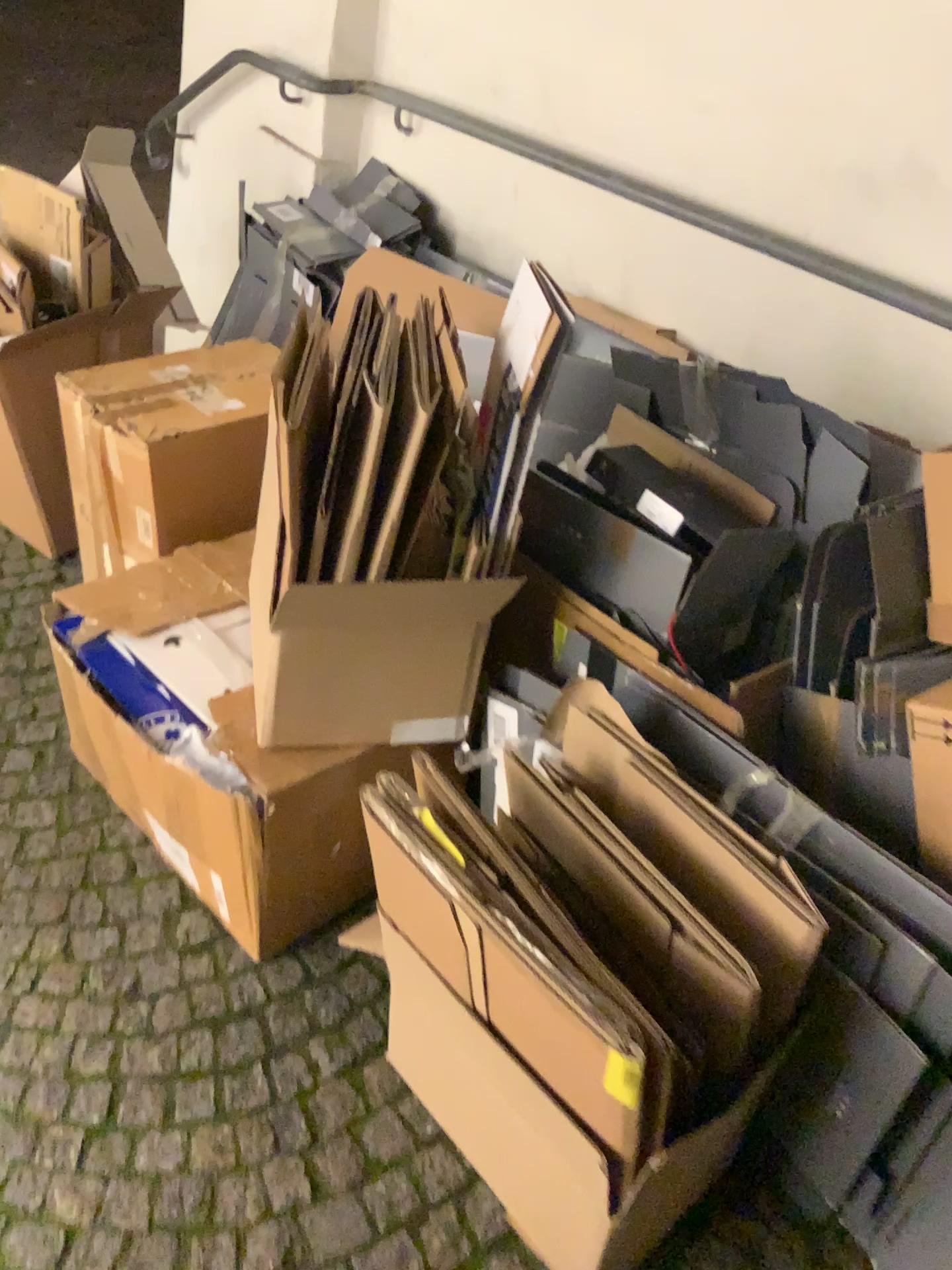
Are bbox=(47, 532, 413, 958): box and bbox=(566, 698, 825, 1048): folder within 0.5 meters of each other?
yes

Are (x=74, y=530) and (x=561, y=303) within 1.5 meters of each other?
yes

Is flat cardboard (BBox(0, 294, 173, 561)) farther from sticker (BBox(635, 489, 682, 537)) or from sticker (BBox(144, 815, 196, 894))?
sticker (BBox(635, 489, 682, 537))

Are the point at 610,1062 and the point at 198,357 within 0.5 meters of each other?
no

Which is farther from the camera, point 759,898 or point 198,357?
point 198,357

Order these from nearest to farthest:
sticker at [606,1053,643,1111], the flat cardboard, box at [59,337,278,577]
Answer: sticker at [606,1053,643,1111] < box at [59,337,278,577] < the flat cardboard

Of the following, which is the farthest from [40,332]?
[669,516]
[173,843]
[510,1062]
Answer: [510,1062]

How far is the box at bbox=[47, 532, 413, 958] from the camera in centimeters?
138cm

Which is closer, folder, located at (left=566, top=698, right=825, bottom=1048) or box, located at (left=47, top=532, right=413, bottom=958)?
folder, located at (left=566, top=698, right=825, bottom=1048)

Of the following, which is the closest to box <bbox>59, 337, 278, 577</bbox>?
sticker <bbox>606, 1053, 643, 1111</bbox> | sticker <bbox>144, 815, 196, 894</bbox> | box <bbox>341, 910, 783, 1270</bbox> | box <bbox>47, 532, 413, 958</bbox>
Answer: box <bbox>47, 532, 413, 958</bbox>
